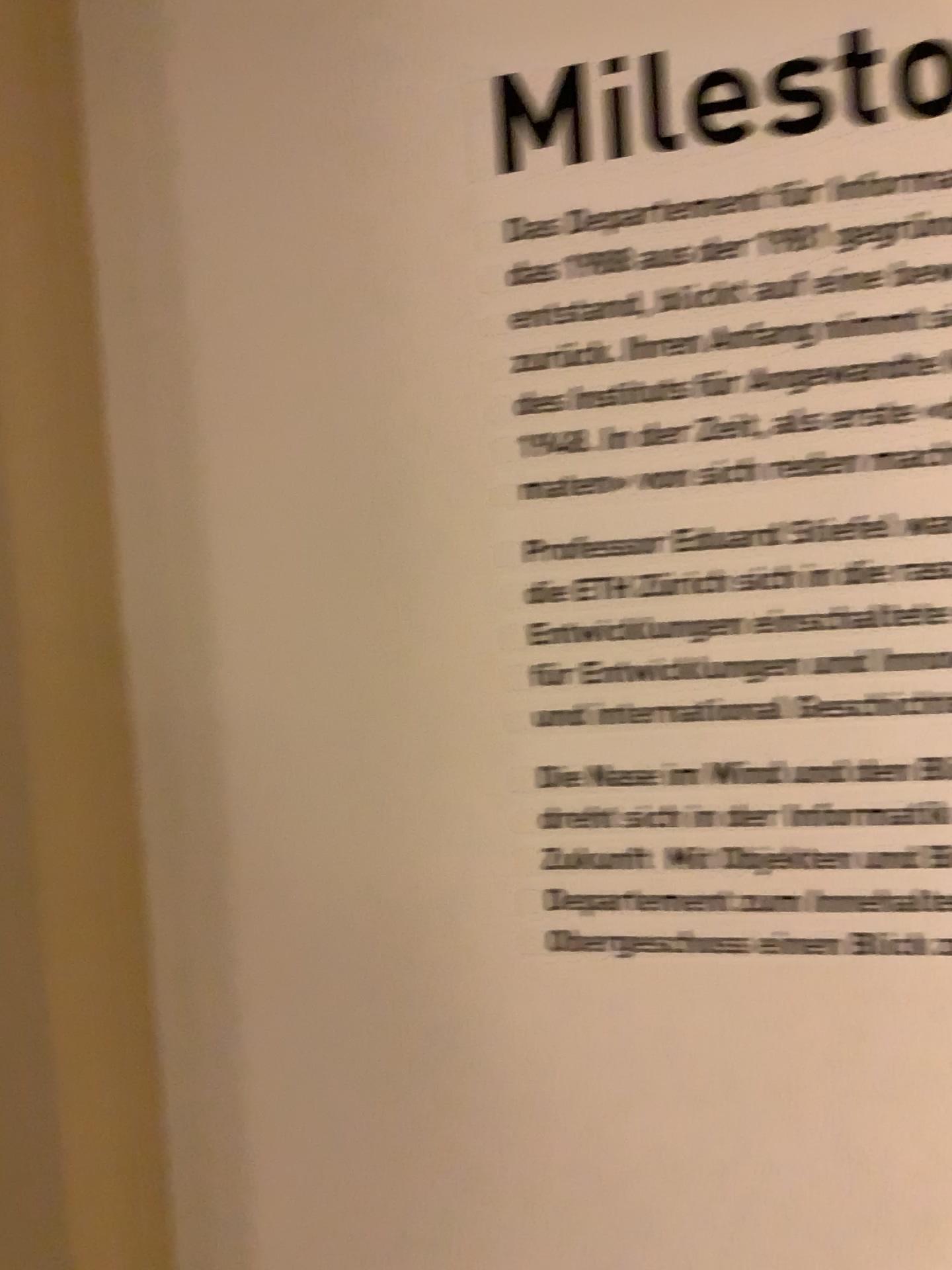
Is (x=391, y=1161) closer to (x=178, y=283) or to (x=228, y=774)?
(x=228, y=774)
